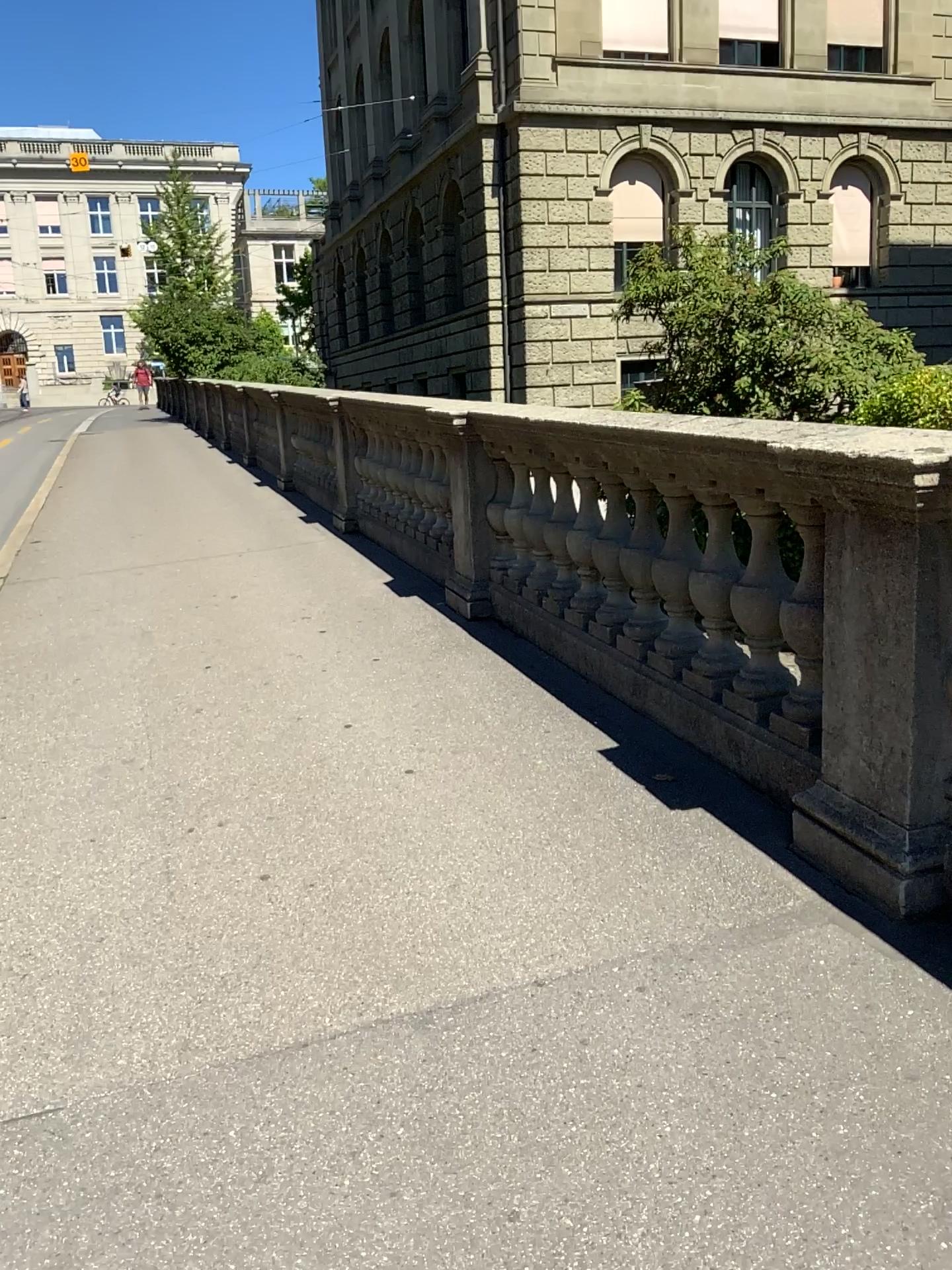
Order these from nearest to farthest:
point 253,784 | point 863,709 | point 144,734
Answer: point 863,709 < point 253,784 < point 144,734
